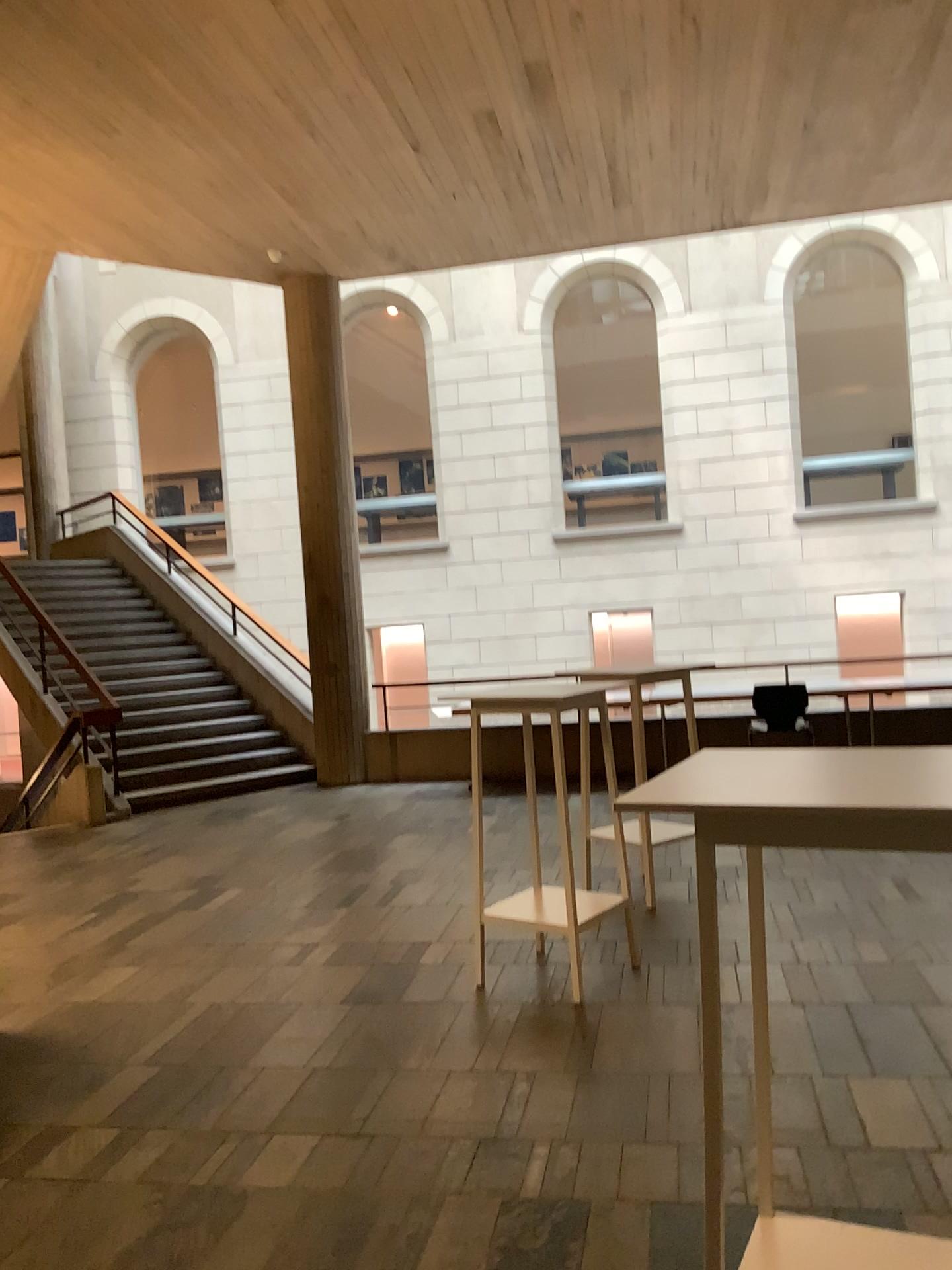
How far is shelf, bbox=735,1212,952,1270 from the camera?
1.9 meters

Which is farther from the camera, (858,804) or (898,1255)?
(898,1255)

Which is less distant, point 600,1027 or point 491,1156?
point 491,1156

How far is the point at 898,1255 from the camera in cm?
191

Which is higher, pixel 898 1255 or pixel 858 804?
pixel 858 804

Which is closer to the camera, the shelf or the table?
the table
